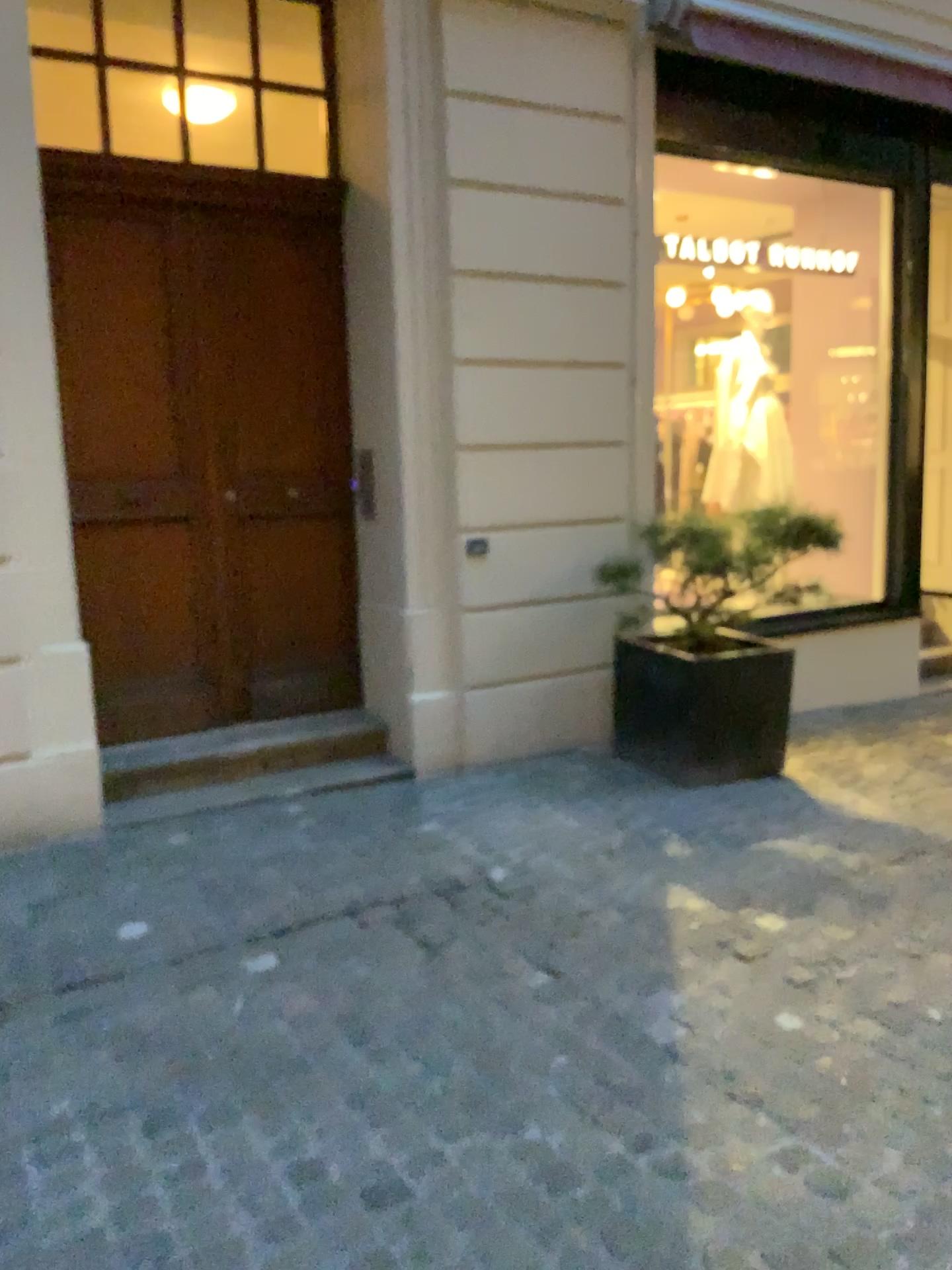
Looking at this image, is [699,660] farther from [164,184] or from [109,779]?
[164,184]

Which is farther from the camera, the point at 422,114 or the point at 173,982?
the point at 422,114

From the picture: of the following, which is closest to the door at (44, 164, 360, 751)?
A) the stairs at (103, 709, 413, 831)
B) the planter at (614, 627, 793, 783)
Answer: the stairs at (103, 709, 413, 831)

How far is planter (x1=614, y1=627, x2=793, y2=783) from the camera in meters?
4.8 m

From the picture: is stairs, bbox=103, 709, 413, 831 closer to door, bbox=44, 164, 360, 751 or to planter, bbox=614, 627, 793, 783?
door, bbox=44, 164, 360, 751

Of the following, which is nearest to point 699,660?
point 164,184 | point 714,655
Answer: point 714,655

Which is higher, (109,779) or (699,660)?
(699,660)

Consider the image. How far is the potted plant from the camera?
4.8m

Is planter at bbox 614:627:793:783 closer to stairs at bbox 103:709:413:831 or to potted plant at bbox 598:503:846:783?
potted plant at bbox 598:503:846:783
